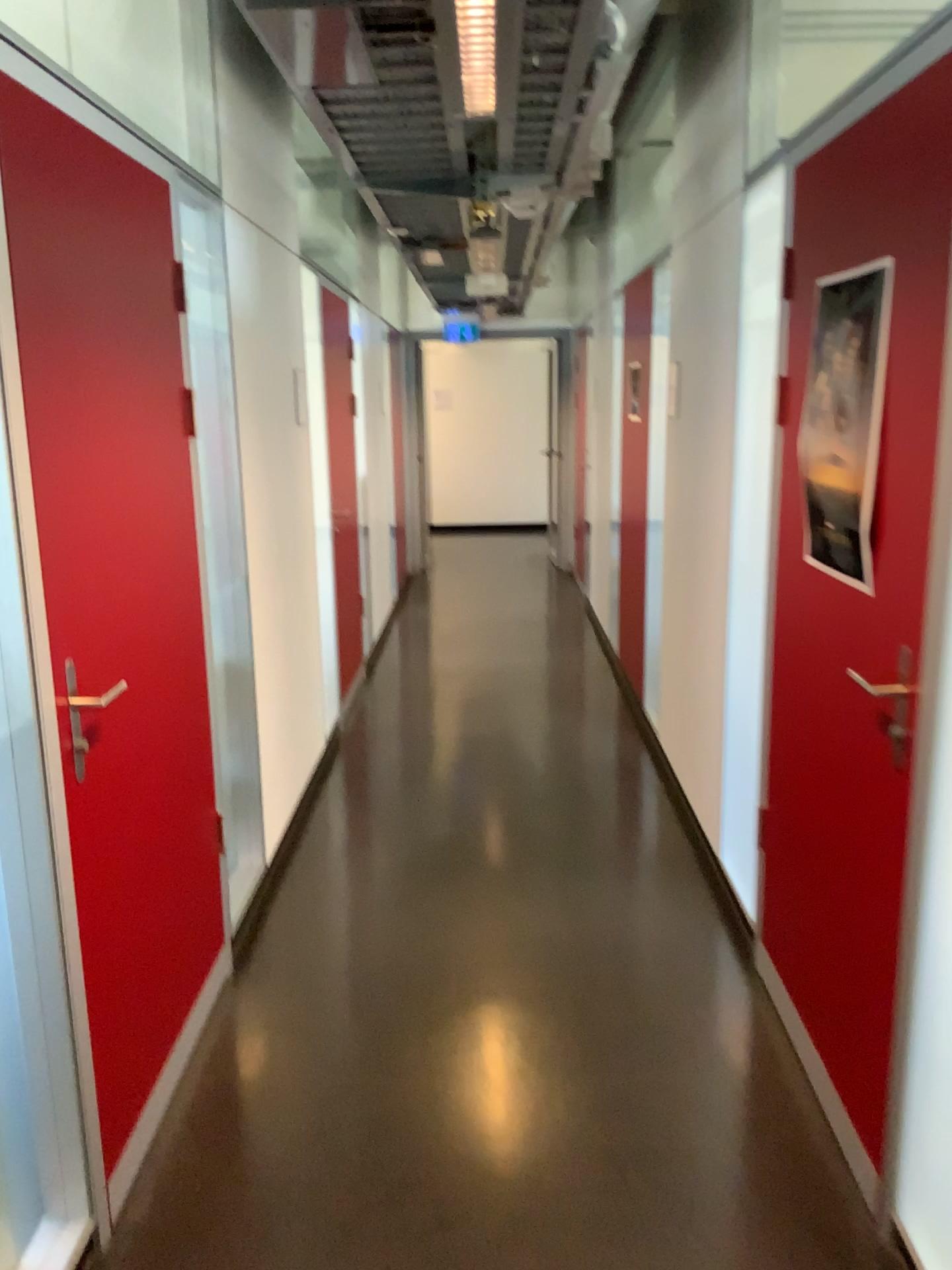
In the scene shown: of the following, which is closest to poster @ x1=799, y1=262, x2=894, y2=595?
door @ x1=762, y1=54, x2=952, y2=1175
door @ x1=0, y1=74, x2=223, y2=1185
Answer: door @ x1=762, y1=54, x2=952, y2=1175

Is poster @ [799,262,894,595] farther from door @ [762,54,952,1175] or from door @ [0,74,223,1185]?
door @ [0,74,223,1185]

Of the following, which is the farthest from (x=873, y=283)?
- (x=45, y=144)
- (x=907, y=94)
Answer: (x=45, y=144)

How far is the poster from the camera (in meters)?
1.96

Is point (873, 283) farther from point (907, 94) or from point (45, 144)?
point (45, 144)

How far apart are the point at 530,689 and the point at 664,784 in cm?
145

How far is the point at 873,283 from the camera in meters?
2.0
